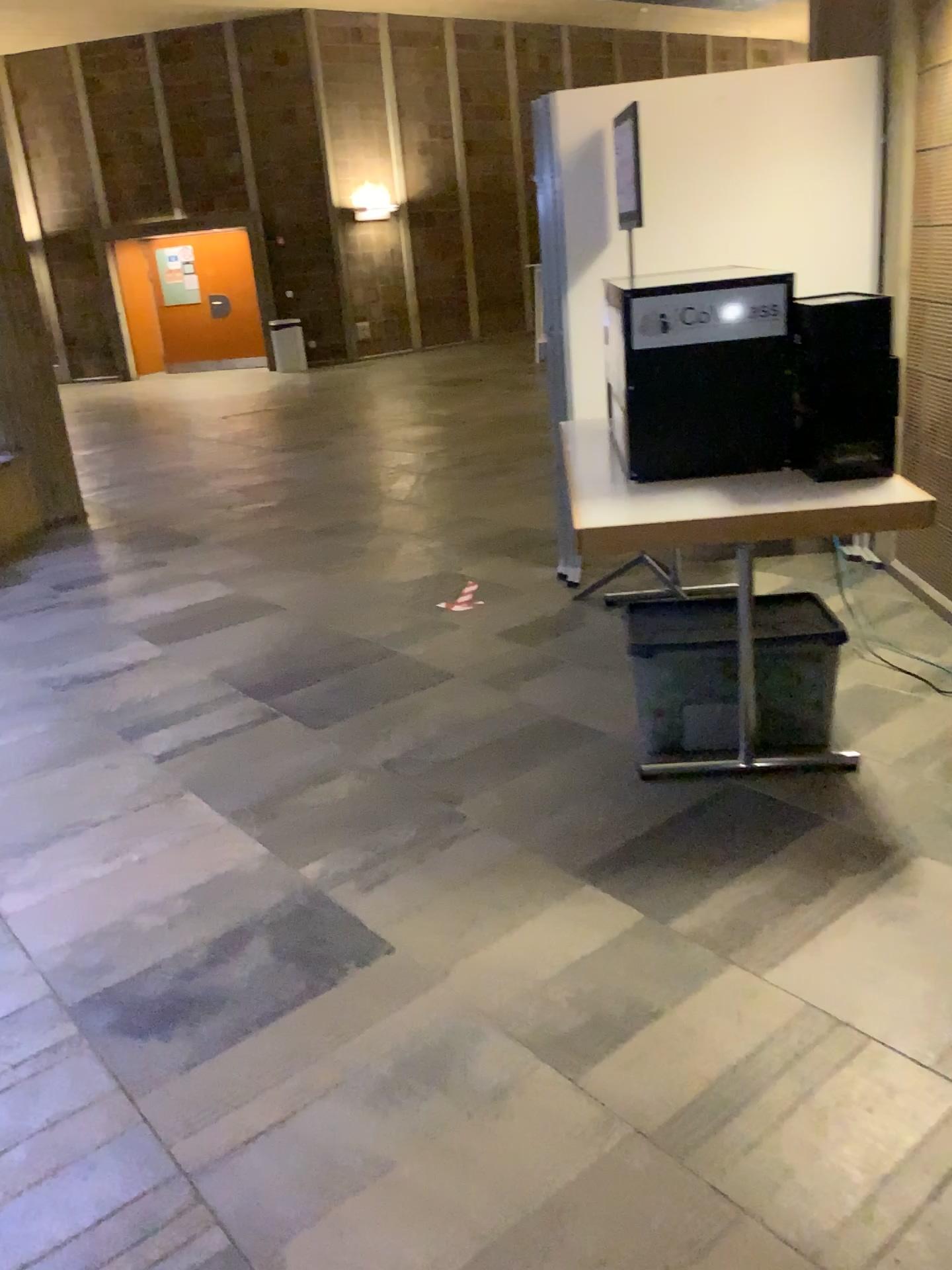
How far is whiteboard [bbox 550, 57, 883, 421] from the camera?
4.0m

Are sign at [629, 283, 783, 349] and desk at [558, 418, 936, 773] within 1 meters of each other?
yes

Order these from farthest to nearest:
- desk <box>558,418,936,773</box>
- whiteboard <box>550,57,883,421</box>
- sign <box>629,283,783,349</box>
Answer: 1. whiteboard <box>550,57,883,421</box>
2. sign <box>629,283,783,349</box>
3. desk <box>558,418,936,773</box>

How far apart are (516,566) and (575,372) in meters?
1.0

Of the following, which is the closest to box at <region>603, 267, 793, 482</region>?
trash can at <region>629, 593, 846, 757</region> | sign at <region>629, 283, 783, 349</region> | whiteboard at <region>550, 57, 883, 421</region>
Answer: sign at <region>629, 283, 783, 349</region>

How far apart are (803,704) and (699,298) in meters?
1.1 m

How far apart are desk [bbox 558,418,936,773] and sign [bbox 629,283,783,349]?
0.4 meters

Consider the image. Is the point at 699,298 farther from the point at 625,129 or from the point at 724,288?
the point at 625,129

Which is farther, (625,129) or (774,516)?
(625,129)

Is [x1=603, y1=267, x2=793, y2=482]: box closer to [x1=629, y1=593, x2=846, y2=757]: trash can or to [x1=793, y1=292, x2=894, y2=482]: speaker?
[x1=793, y1=292, x2=894, y2=482]: speaker
